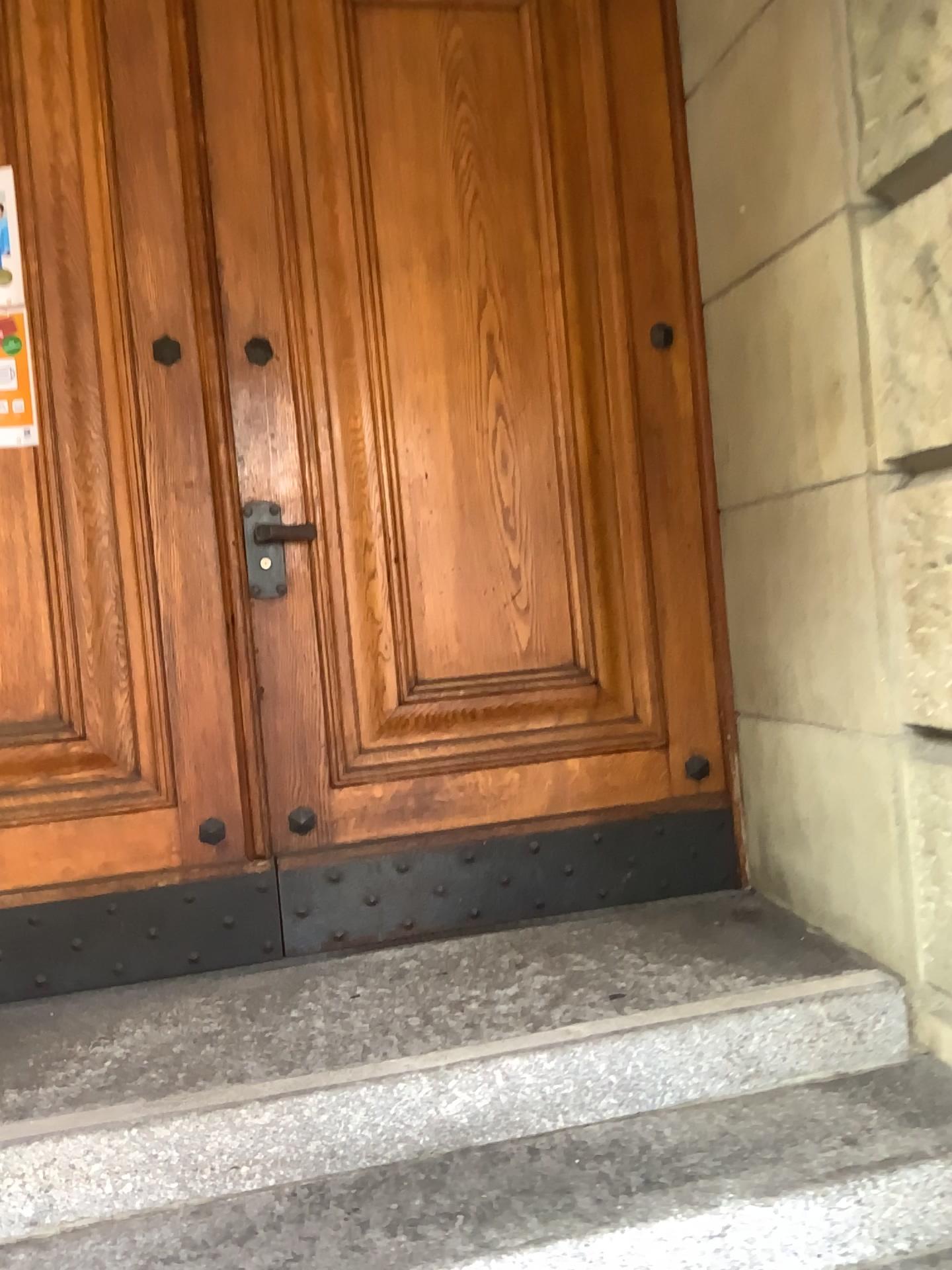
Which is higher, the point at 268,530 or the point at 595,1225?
the point at 268,530

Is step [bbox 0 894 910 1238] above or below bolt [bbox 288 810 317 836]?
below

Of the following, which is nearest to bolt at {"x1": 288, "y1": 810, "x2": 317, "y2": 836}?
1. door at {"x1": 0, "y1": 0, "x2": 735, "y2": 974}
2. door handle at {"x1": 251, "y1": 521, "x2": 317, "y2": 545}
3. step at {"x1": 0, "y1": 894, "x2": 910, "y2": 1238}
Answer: door at {"x1": 0, "y1": 0, "x2": 735, "y2": 974}

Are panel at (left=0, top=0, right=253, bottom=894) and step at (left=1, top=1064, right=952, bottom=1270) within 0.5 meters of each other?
no

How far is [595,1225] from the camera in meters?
1.6 m

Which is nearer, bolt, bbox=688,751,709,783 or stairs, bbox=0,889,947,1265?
stairs, bbox=0,889,947,1265

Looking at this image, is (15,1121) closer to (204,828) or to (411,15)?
(204,828)

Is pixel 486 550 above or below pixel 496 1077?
above

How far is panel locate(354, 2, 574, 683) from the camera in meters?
2.5

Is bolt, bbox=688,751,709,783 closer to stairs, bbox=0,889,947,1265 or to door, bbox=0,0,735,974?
door, bbox=0,0,735,974
